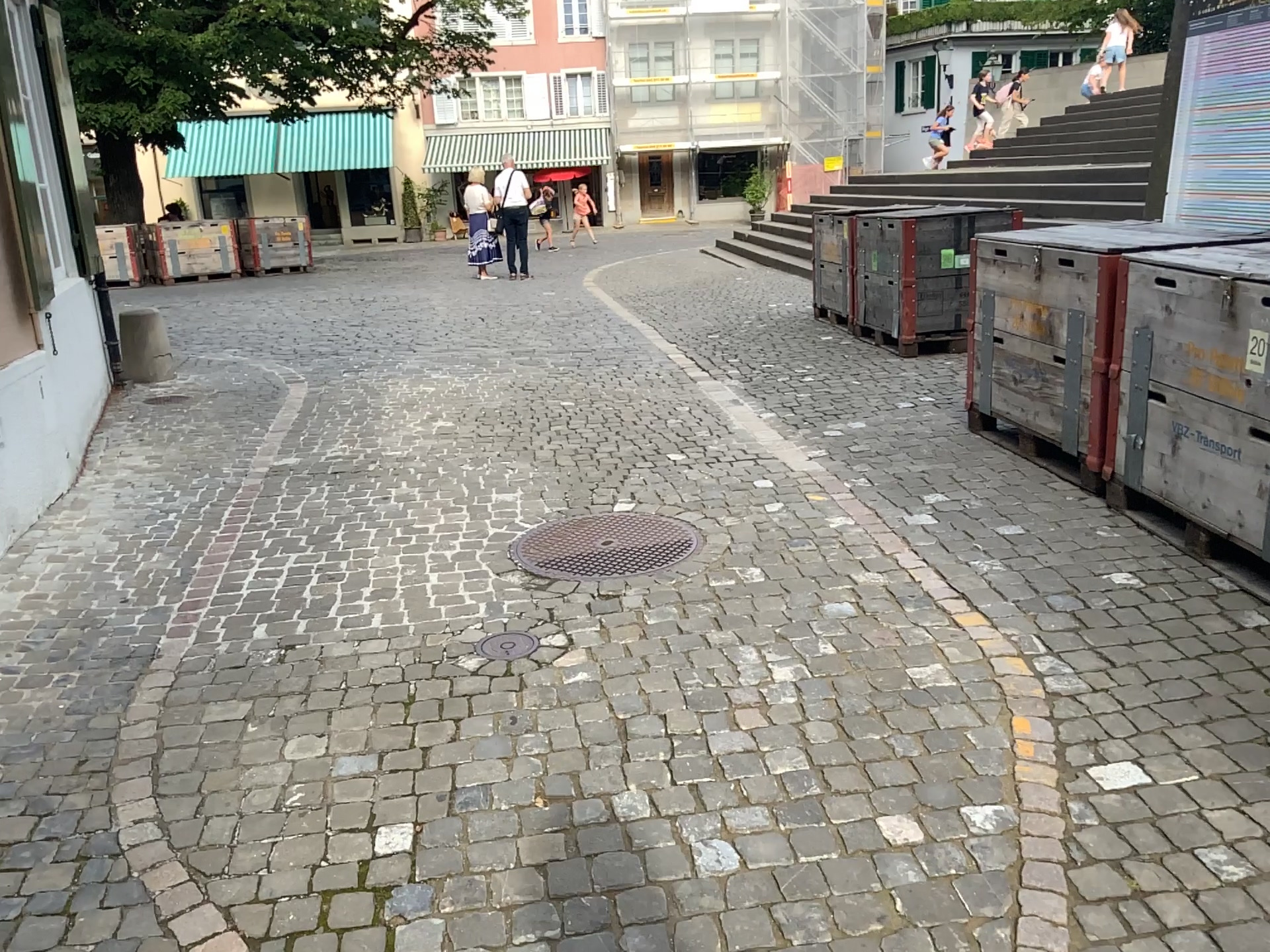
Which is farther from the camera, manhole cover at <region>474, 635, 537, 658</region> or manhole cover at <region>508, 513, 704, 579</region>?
manhole cover at <region>508, 513, 704, 579</region>

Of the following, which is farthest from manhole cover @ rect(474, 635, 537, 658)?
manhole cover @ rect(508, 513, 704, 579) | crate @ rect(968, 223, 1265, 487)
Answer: crate @ rect(968, 223, 1265, 487)

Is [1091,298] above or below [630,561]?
above

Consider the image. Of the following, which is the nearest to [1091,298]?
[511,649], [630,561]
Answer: [630,561]

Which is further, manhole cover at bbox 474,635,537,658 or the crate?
the crate

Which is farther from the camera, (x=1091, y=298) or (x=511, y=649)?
(x=1091, y=298)

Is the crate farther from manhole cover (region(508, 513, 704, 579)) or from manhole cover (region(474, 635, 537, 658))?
manhole cover (region(474, 635, 537, 658))

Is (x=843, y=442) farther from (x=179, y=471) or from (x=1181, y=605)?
(x=179, y=471)
